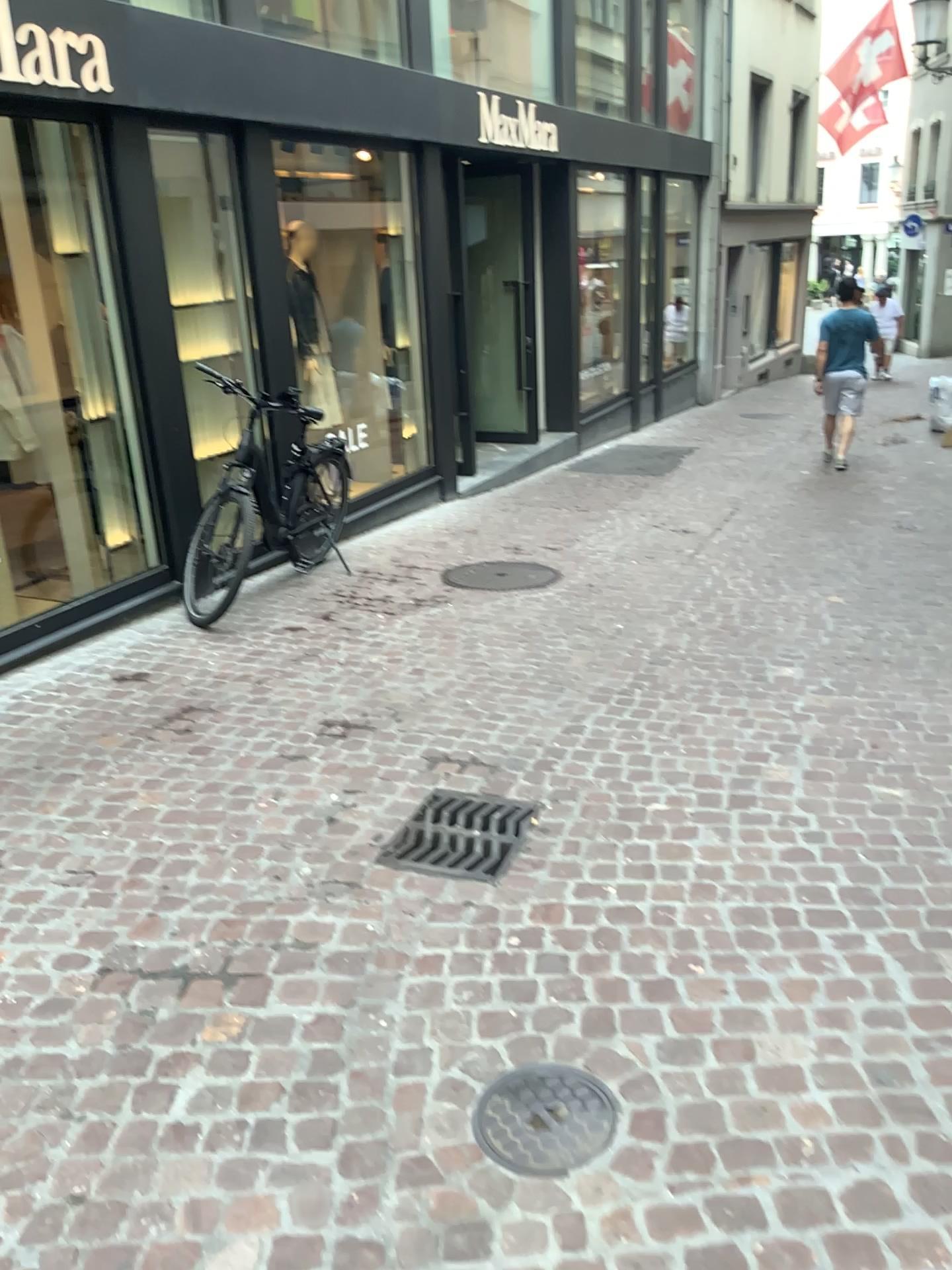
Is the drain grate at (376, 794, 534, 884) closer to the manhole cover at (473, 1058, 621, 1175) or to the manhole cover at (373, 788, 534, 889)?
the manhole cover at (373, 788, 534, 889)

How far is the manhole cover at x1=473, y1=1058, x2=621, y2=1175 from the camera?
2.0 meters

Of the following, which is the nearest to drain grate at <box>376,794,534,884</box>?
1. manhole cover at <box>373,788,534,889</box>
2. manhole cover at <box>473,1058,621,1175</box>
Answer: manhole cover at <box>373,788,534,889</box>

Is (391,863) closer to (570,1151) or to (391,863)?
(391,863)

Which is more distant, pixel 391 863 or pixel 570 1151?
pixel 391 863

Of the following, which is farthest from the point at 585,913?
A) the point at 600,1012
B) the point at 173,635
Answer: the point at 173,635

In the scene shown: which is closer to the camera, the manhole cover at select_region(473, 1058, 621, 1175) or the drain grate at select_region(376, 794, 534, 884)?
the manhole cover at select_region(473, 1058, 621, 1175)

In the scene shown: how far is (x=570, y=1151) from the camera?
2.00m
